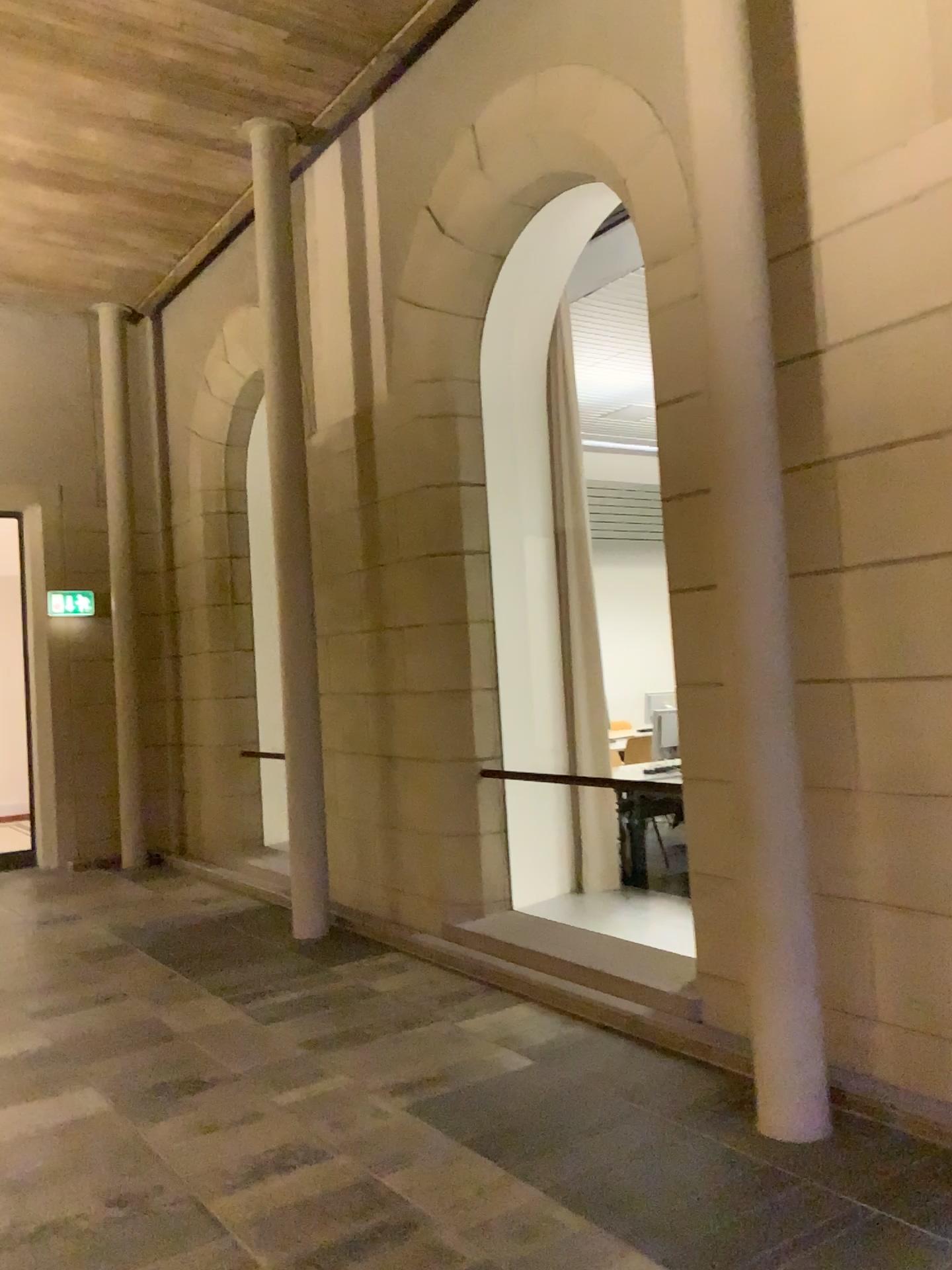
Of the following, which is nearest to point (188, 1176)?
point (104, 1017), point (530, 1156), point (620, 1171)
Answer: point (530, 1156)

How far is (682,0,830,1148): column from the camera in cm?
321

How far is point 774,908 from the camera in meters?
3.2
